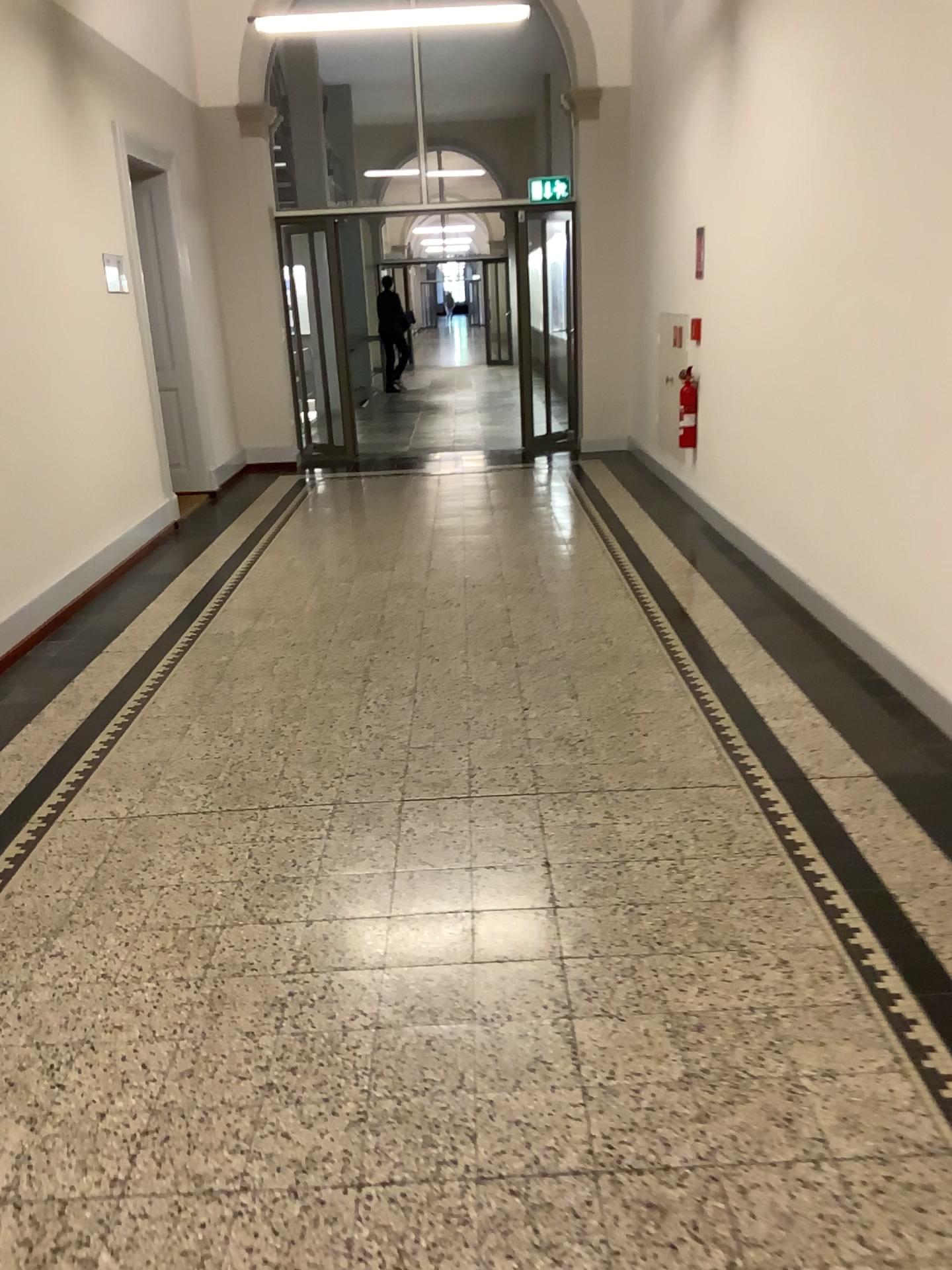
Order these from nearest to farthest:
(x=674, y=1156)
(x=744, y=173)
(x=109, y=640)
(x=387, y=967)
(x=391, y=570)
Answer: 1. (x=674, y=1156)
2. (x=387, y=967)
3. (x=109, y=640)
4. (x=744, y=173)
5. (x=391, y=570)
